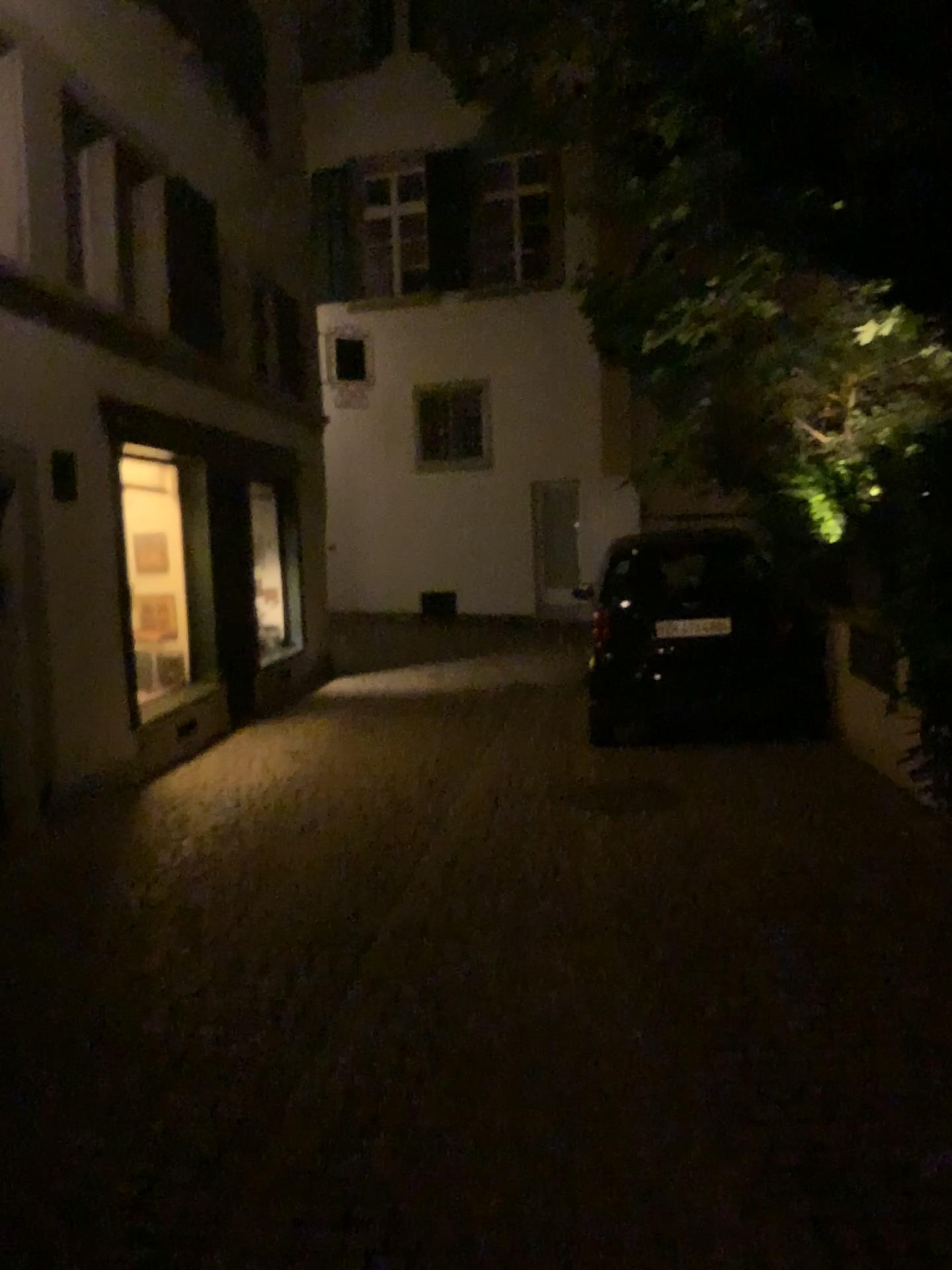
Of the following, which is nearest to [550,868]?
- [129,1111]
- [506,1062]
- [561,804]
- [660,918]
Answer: [660,918]
